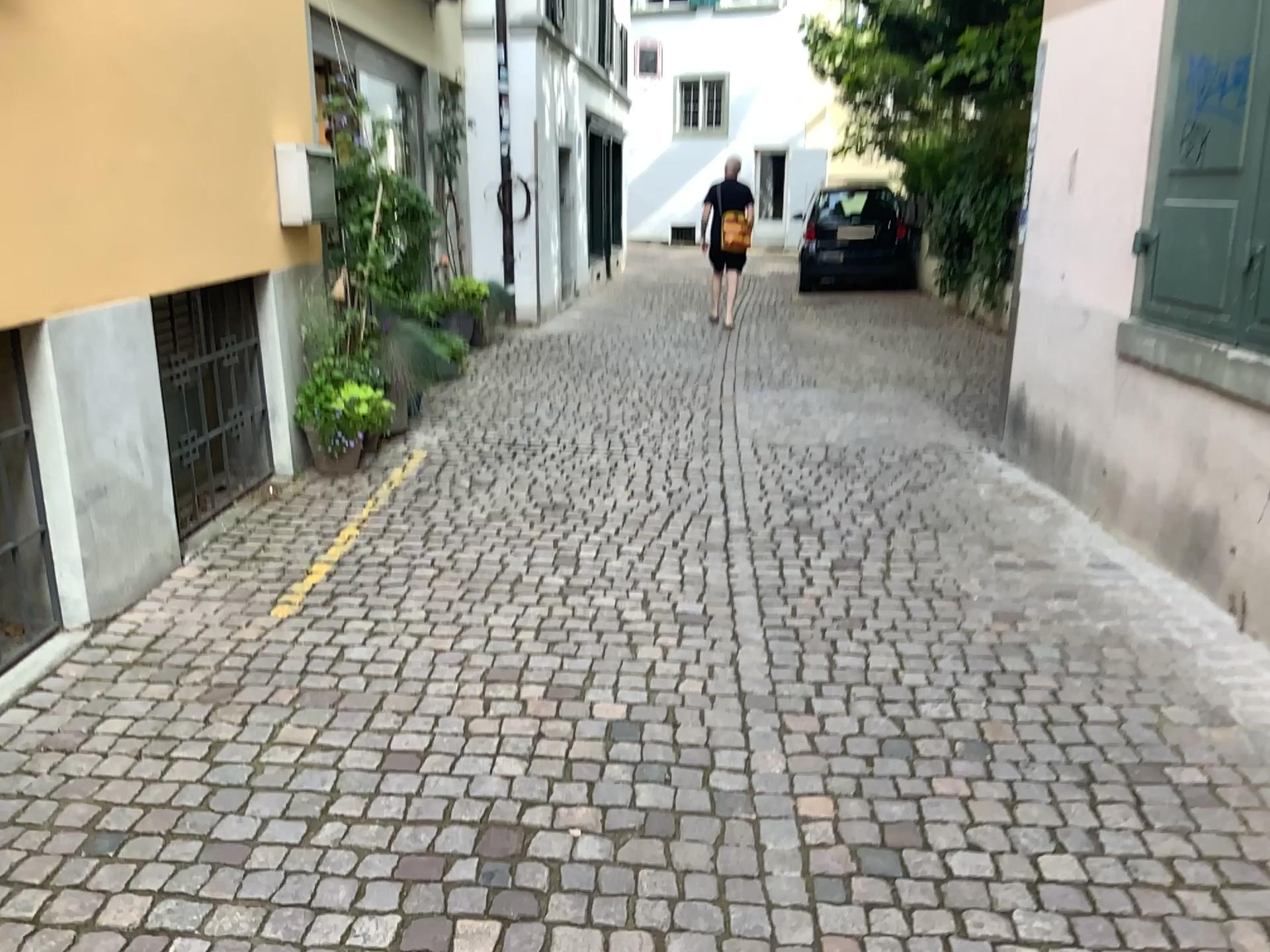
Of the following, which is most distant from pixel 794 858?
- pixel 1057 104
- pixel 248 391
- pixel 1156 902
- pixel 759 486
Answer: pixel 1057 104
